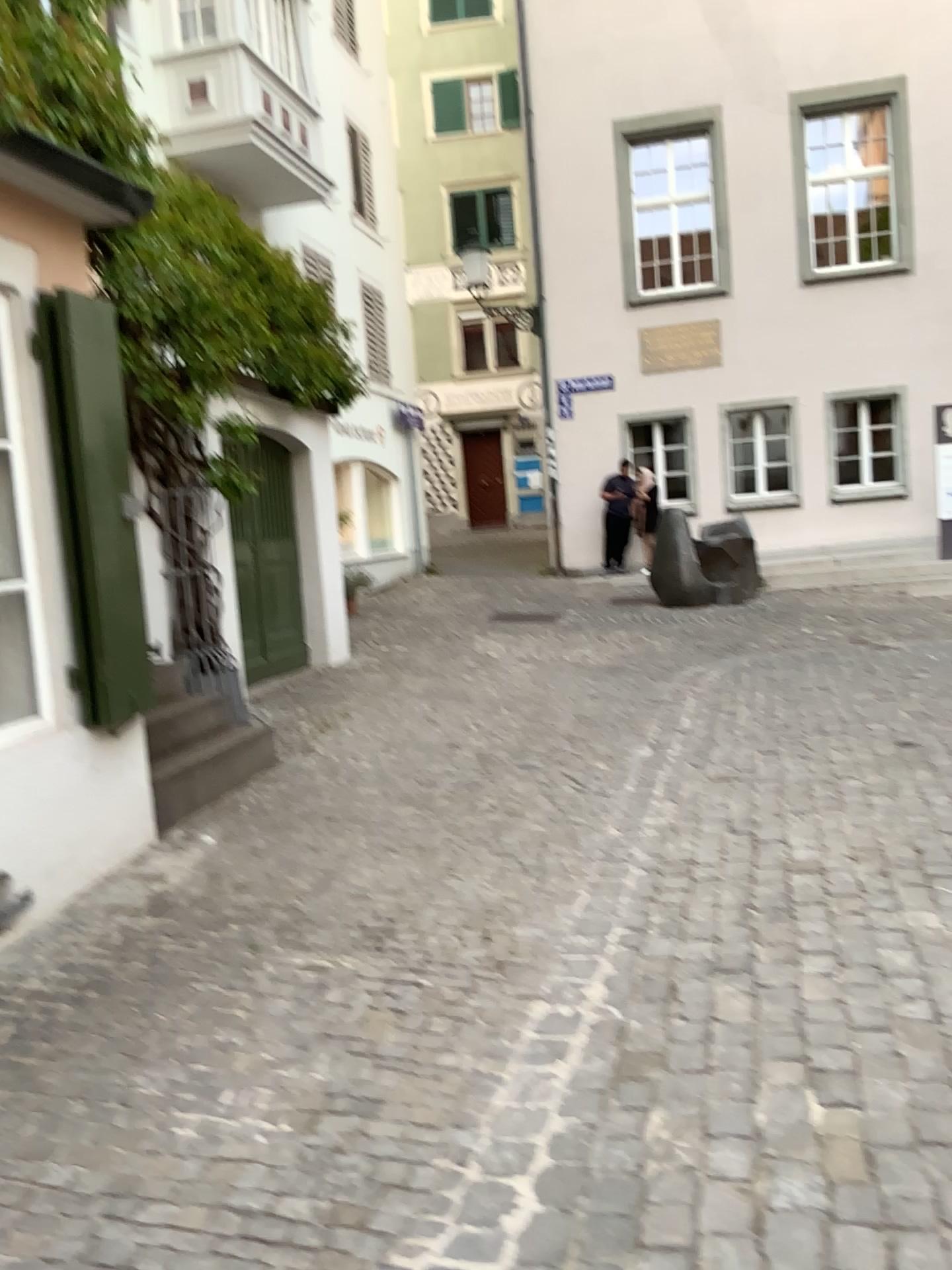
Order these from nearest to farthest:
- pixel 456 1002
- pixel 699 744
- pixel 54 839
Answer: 1. pixel 456 1002
2. pixel 54 839
3. pixel 699 744
